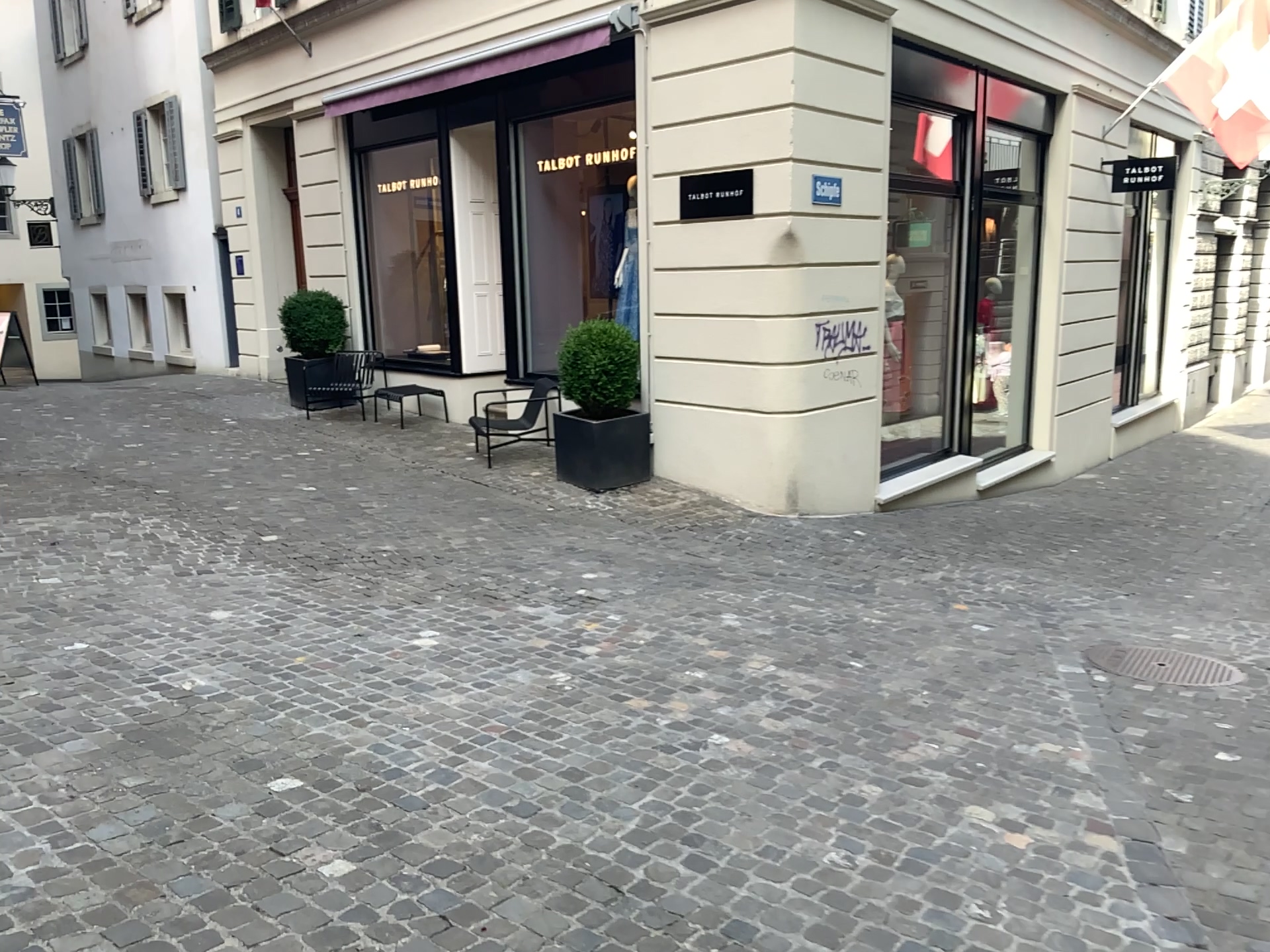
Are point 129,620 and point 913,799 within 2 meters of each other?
no
